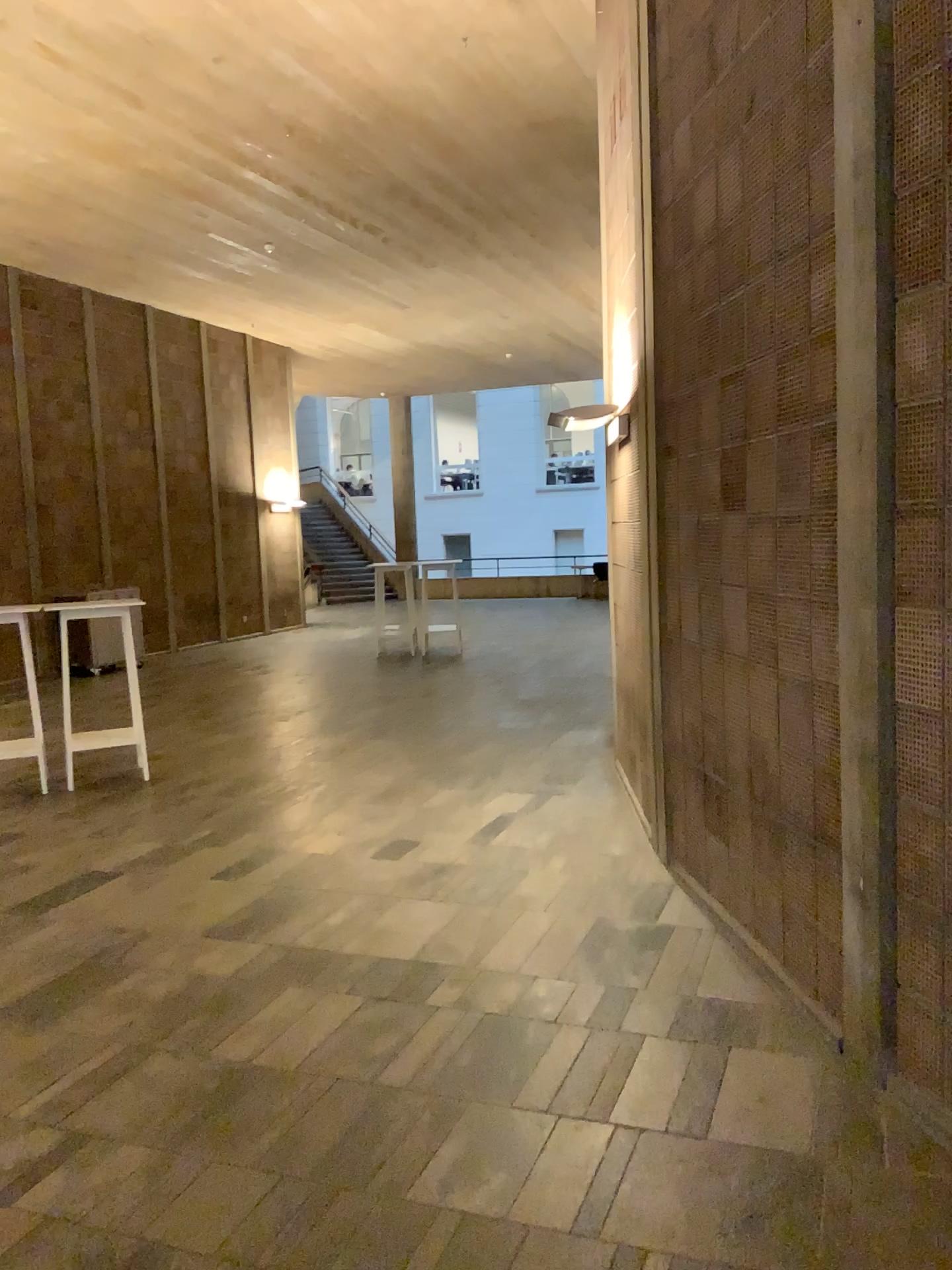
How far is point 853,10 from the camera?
2.6m

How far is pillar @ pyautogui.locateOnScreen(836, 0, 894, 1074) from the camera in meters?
2.6 m

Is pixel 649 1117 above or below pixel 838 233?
below
